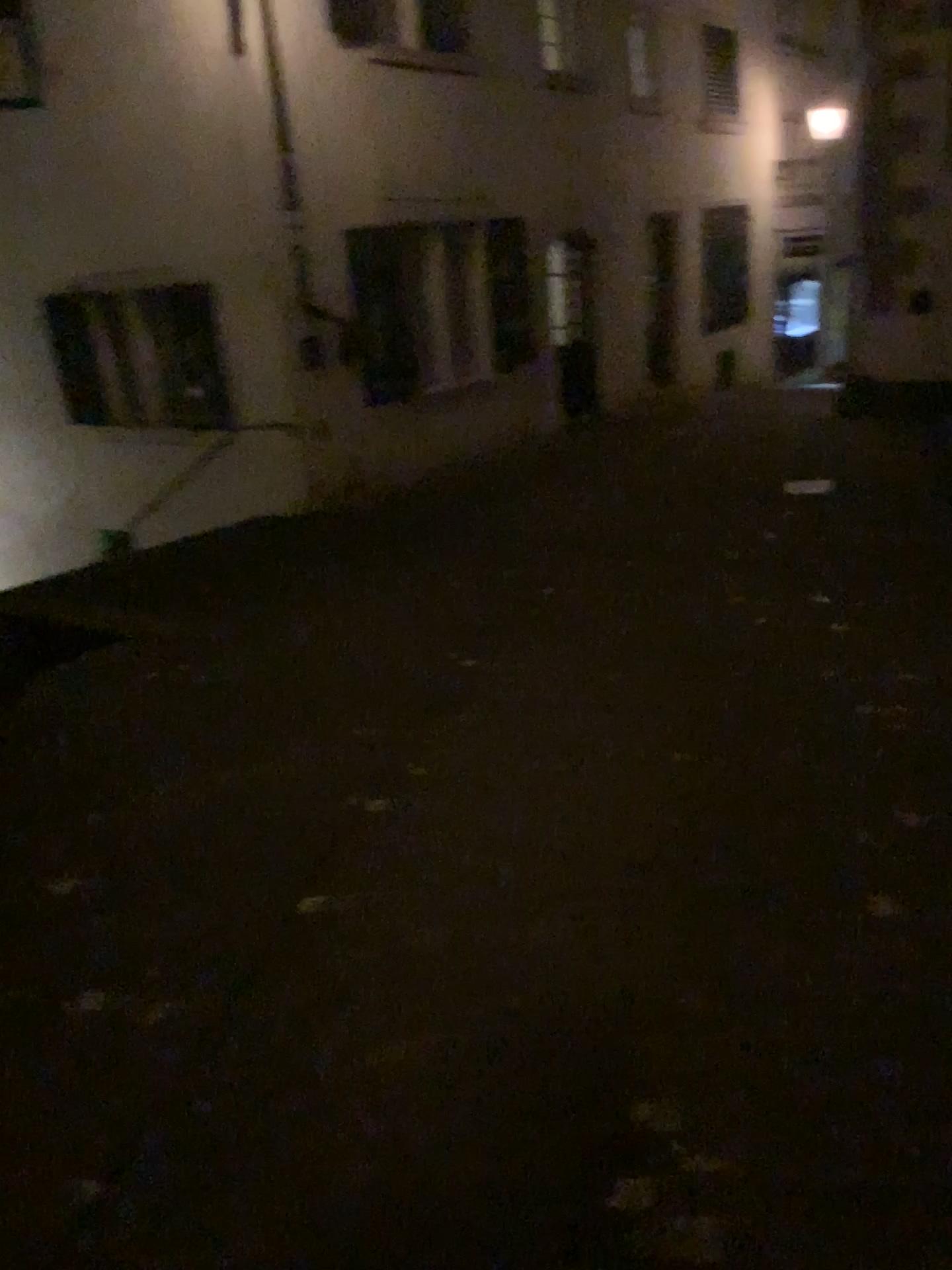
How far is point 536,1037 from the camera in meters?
2.5
